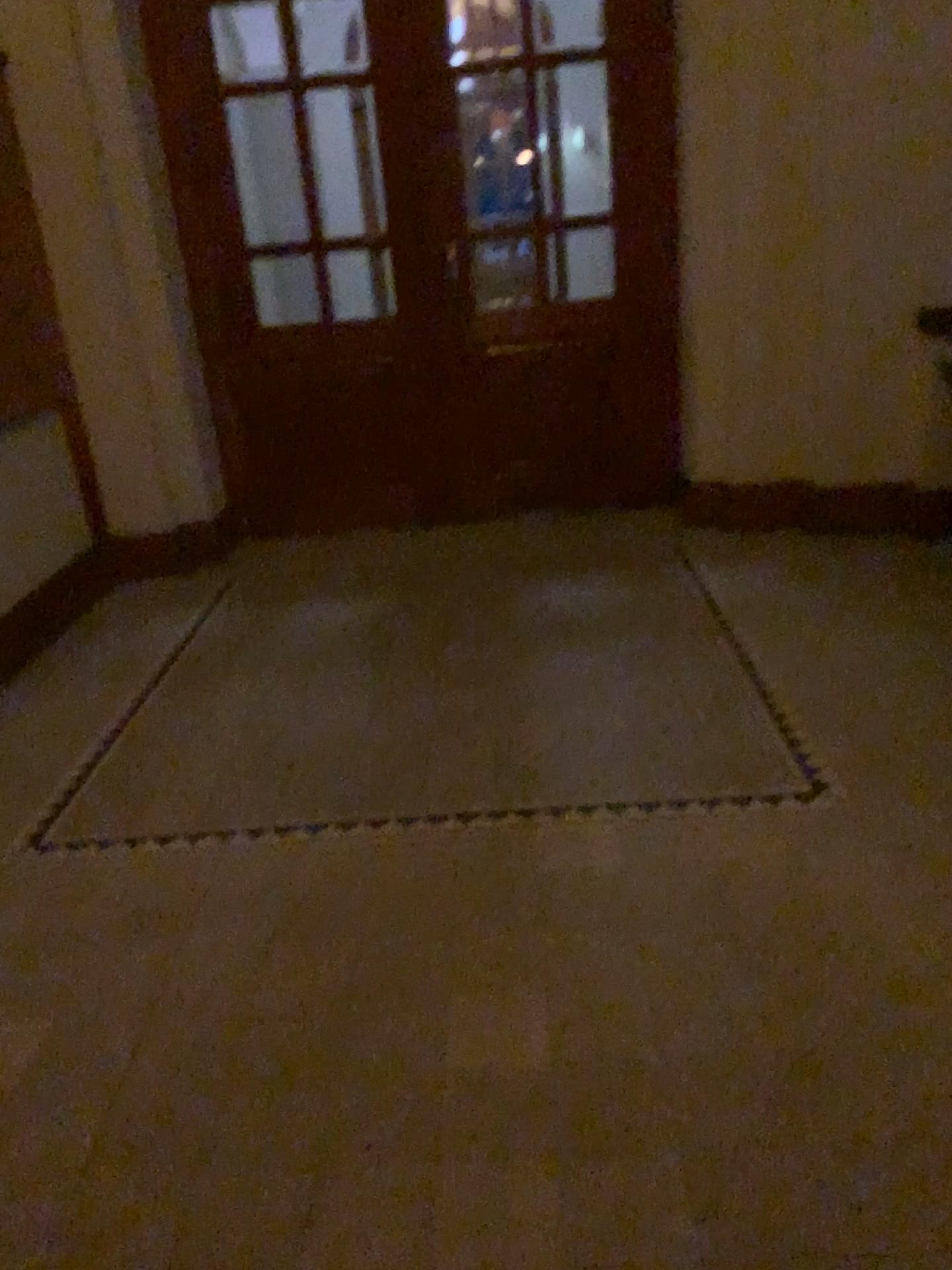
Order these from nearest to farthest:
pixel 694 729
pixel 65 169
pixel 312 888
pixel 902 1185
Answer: pixel 902 1185 → pixel 312 888 → pixel 694 729 → pixel 65 169
